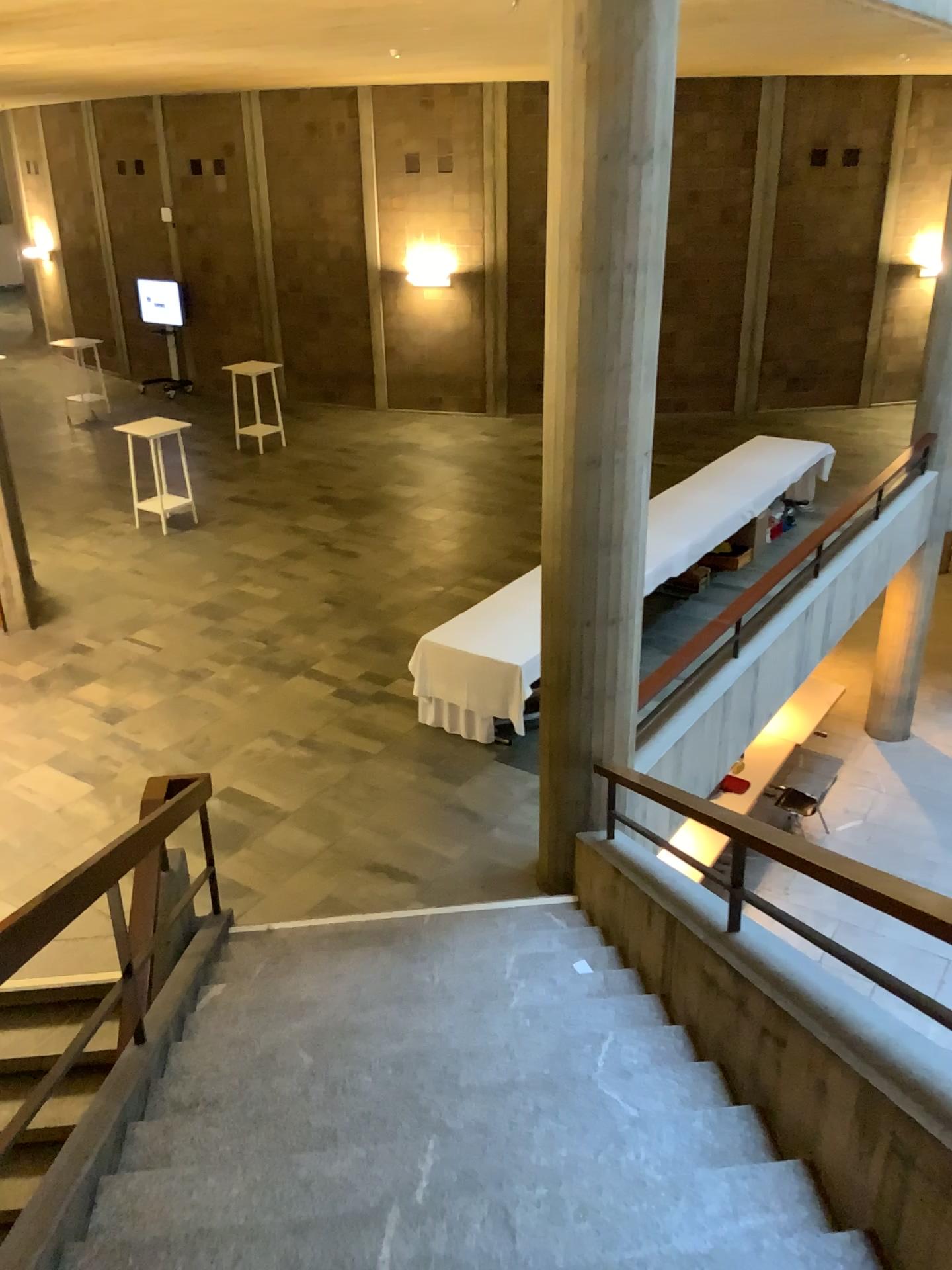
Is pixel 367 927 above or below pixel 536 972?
below
